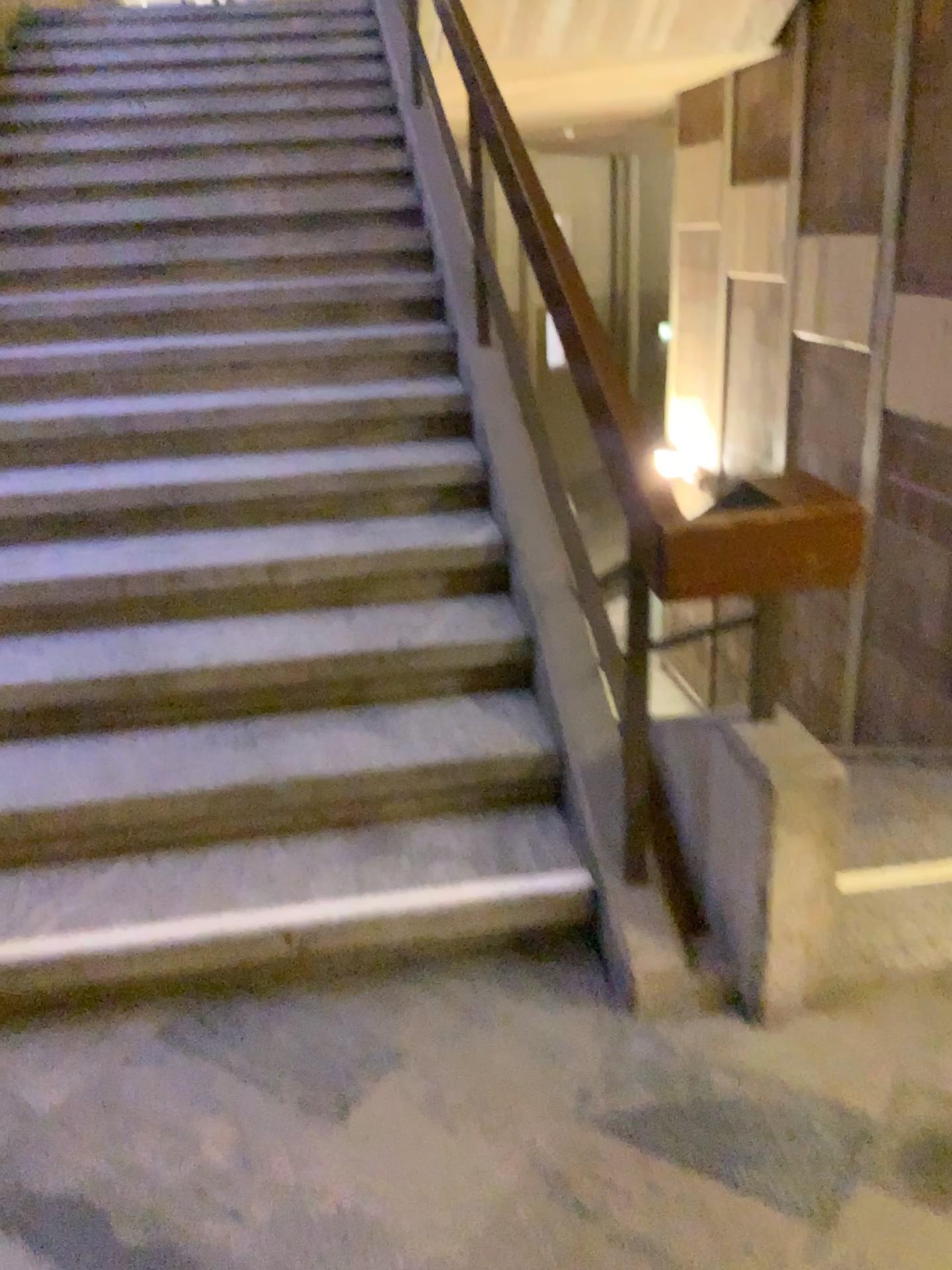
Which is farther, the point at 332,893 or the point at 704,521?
the point at 332,893

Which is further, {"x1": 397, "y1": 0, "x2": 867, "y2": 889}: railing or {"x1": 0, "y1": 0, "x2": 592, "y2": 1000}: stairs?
{"x1": 0, "y1": 0, "x2": 592, "y2": 1000}: stairs

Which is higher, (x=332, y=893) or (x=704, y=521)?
(x=704, y=521)

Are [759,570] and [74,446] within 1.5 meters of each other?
no
